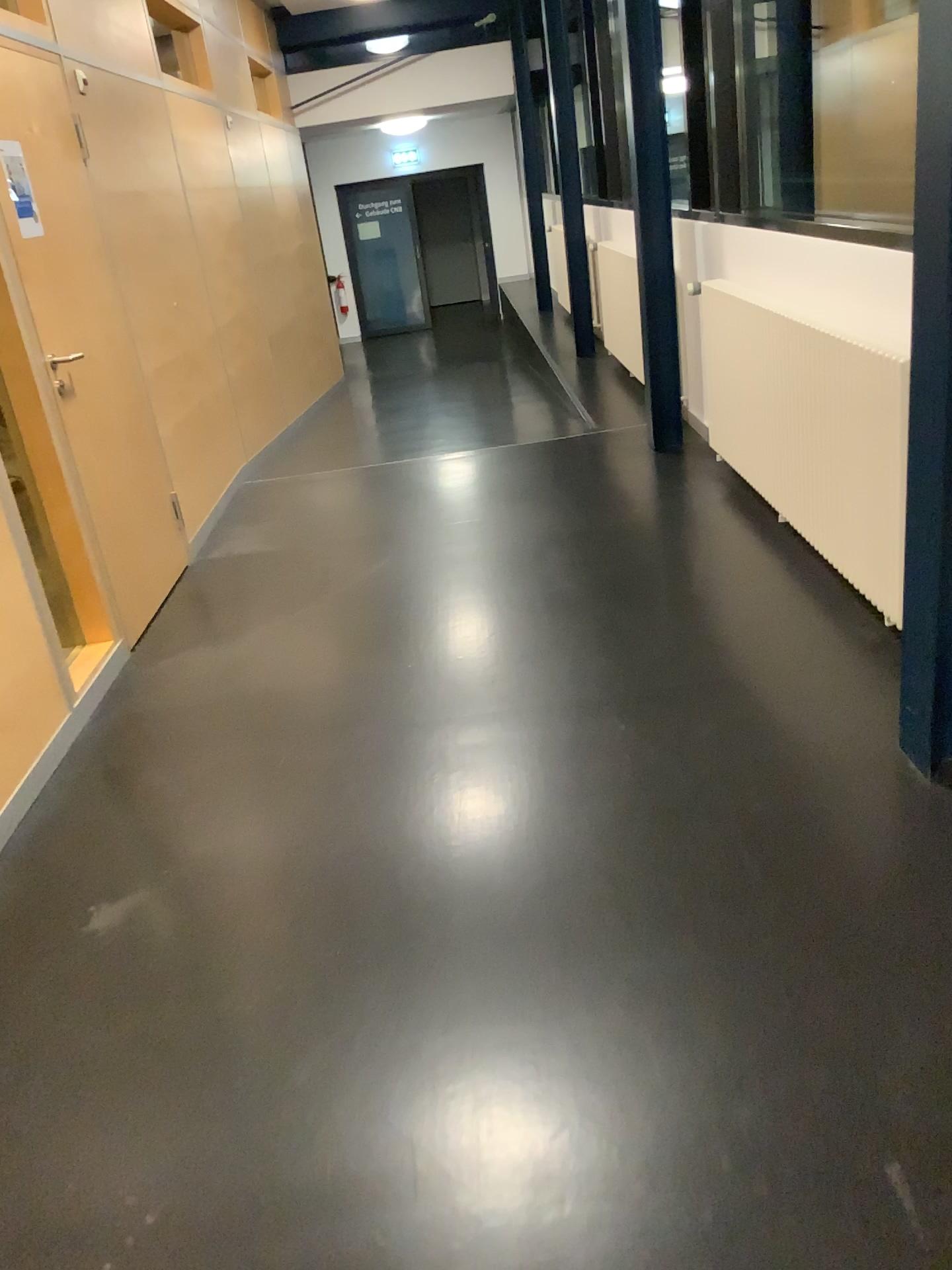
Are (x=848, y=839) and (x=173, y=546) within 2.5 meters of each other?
no
